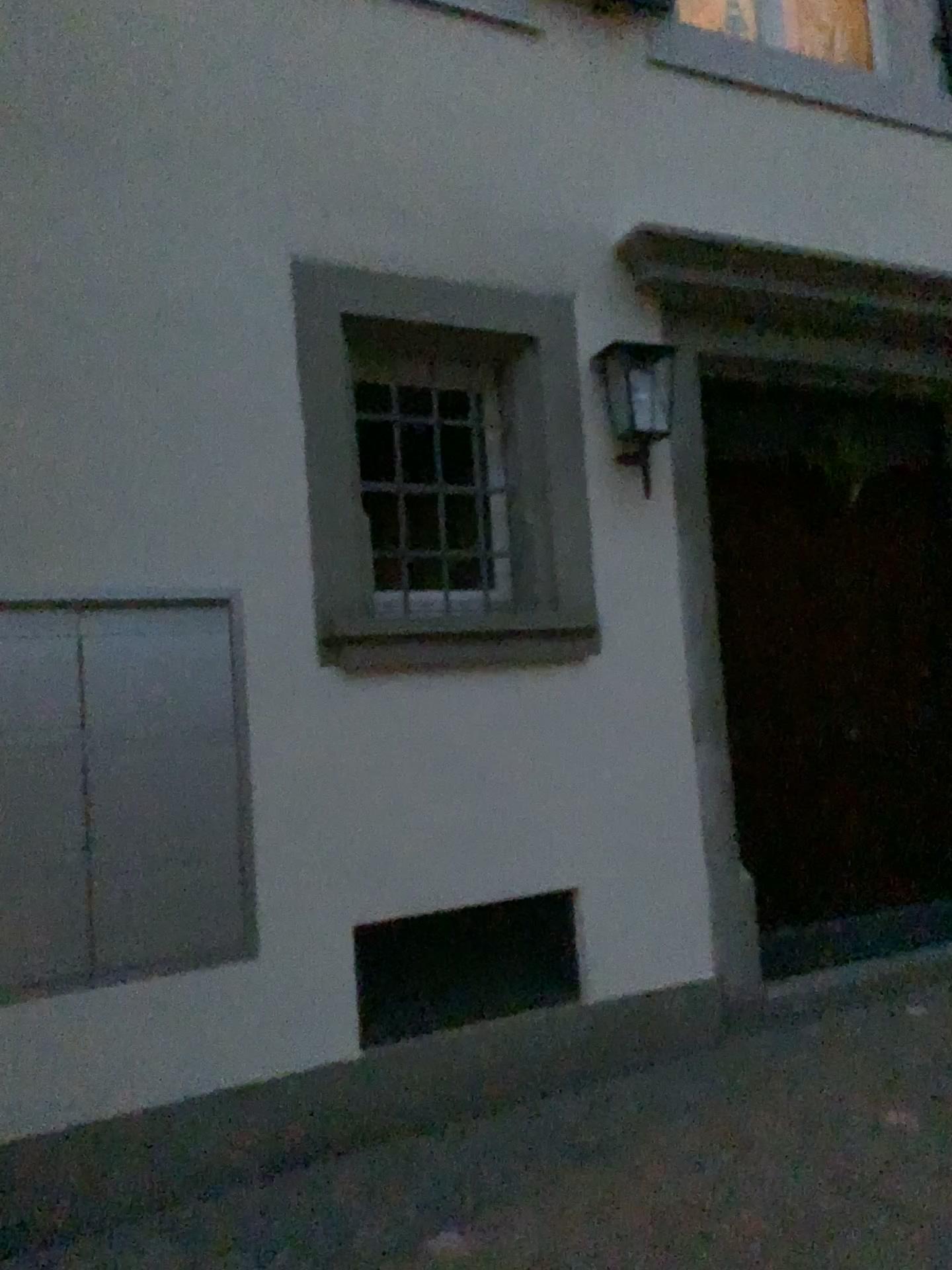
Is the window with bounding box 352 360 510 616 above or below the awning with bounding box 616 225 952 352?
below

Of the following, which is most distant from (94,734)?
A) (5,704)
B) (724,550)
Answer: (724,550)

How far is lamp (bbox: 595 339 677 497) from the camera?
3.62m

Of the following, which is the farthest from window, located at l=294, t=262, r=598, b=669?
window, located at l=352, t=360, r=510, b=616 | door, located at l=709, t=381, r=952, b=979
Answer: door, located at l=709, t=381, r=952, b=979

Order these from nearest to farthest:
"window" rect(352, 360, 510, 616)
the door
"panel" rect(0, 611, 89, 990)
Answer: "panel" rect(0, 611, 89, 990) → "window" rect(352, 360, 510, 616) → the door

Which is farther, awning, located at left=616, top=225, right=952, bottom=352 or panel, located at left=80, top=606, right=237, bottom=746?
awning, located at left=616, top=225, right=952, bottom=352

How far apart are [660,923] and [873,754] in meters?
1.3

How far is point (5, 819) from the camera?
2.6m

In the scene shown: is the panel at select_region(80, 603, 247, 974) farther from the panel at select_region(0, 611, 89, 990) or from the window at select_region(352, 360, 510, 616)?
the window at select_region(352, 360, 510, 616)

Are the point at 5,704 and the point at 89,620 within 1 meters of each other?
yes
